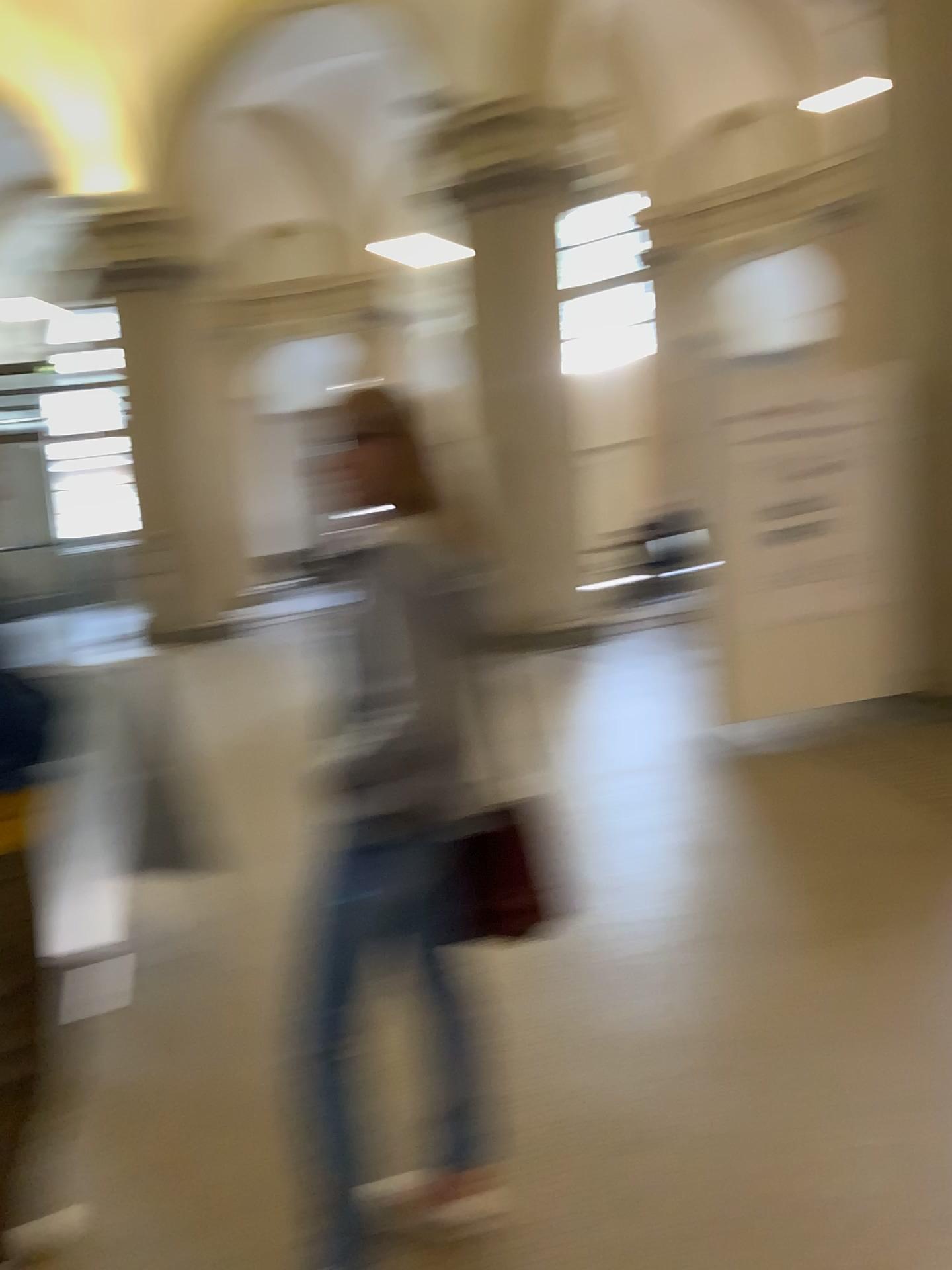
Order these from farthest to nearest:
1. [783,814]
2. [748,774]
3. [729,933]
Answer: [748,774], [783,814], [729,933]

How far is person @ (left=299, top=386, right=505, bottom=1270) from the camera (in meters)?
1.72

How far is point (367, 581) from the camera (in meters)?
1.72
